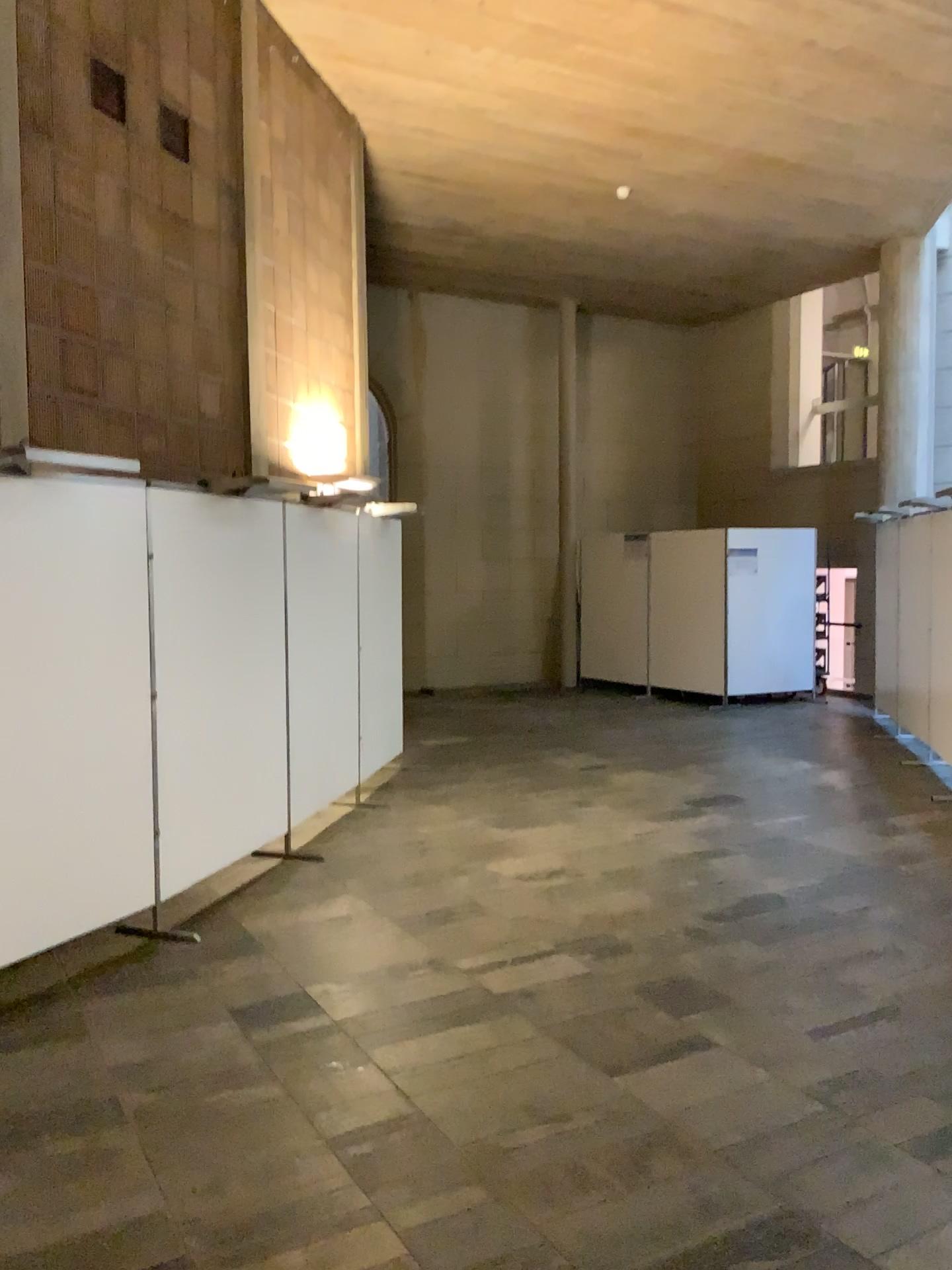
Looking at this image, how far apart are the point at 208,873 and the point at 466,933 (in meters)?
1.34

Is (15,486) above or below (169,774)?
above

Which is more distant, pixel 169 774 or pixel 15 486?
pixel 169 774

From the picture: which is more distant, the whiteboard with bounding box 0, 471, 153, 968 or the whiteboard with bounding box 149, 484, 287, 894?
the whiteboard with bounding box 149, 484, 287, 894
